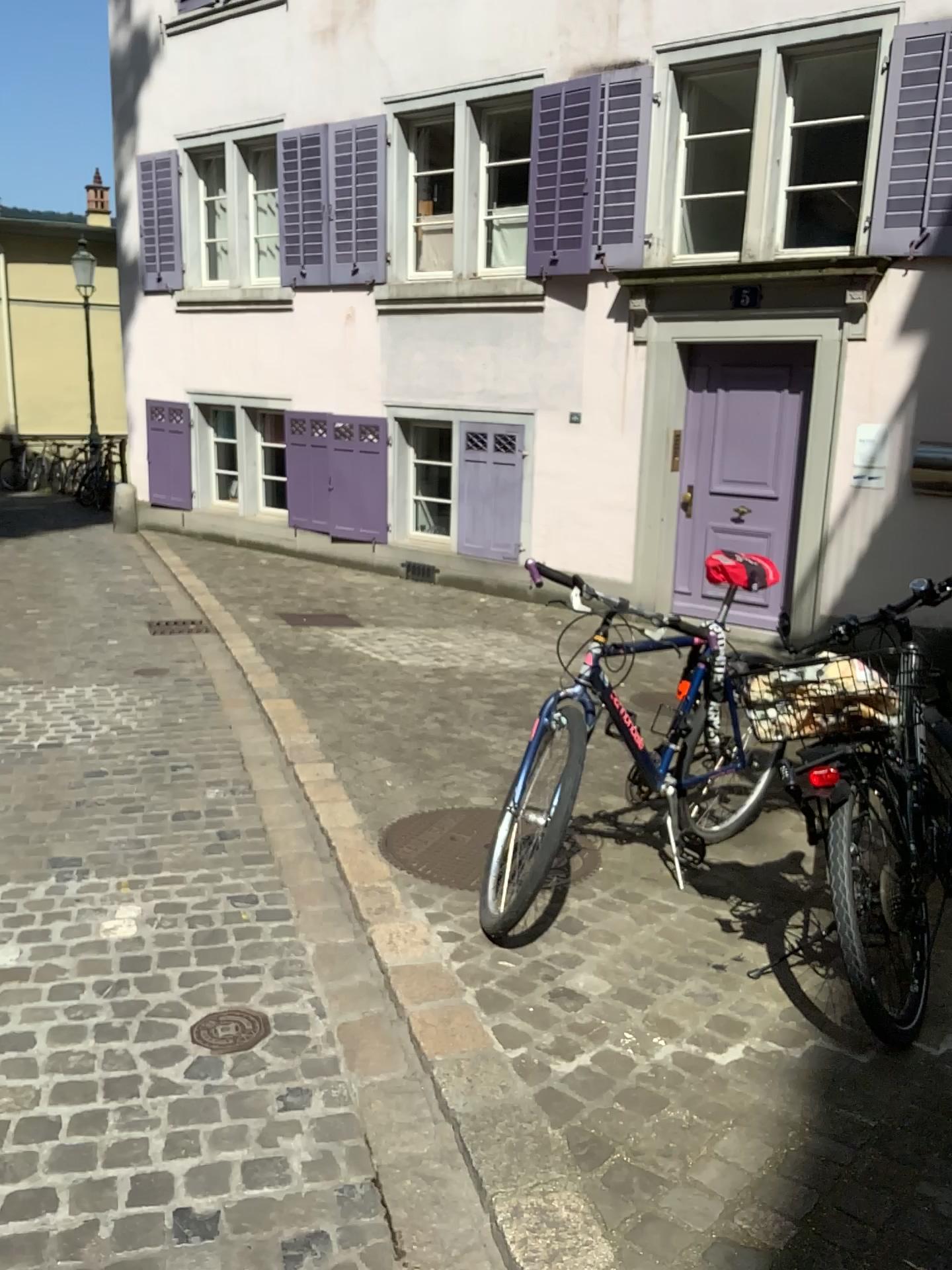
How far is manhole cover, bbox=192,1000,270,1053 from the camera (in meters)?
2.38

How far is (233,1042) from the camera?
→ 2.4 meters

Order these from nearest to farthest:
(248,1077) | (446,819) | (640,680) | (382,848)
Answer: (248,1077) < (640,680) < (382,848) < (446,819)
